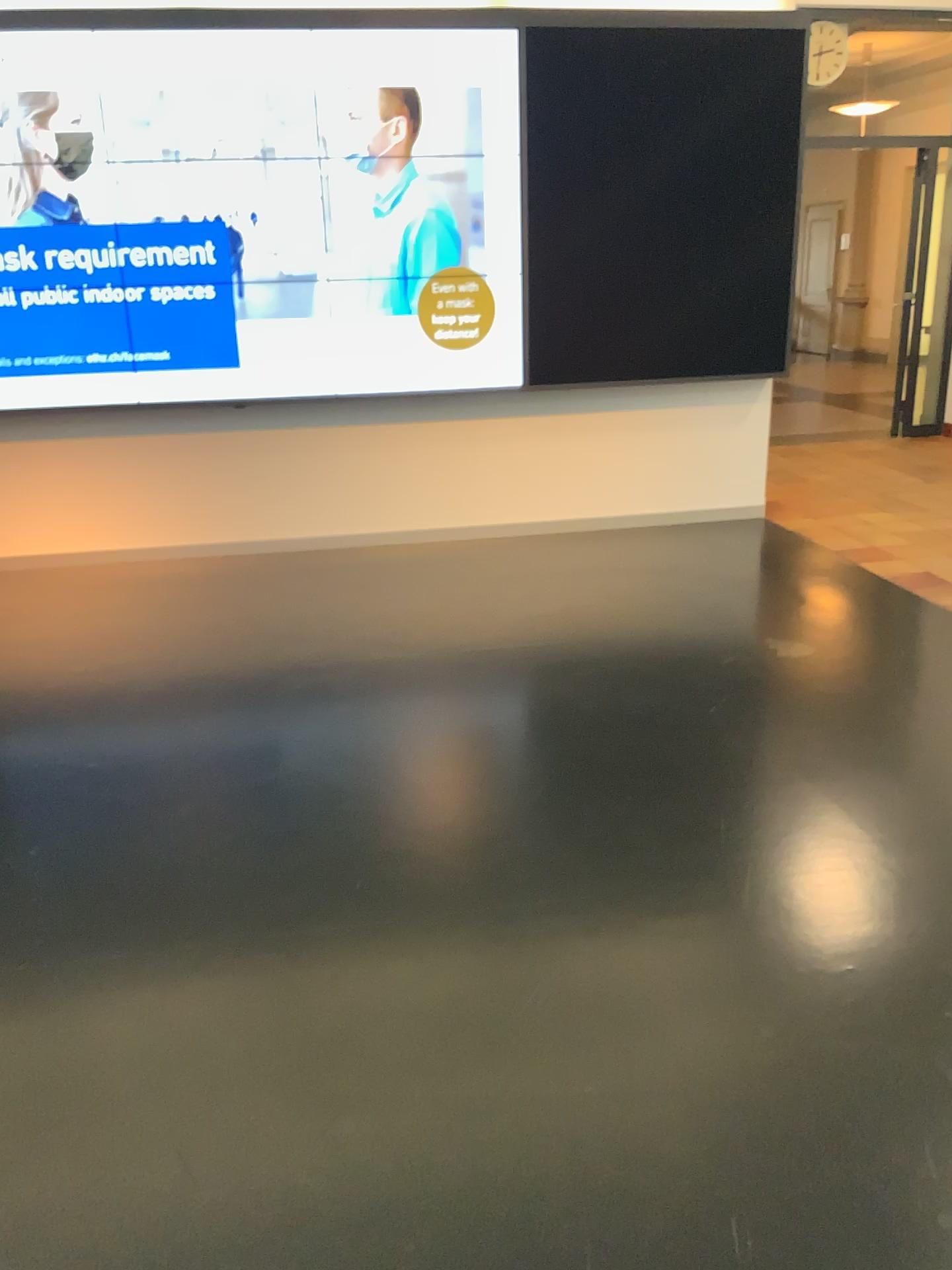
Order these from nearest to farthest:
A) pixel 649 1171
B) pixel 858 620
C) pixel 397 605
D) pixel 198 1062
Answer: pixel 649 1171 < pixel 198 1062 < pixel 858 620 < pixel 397 605
